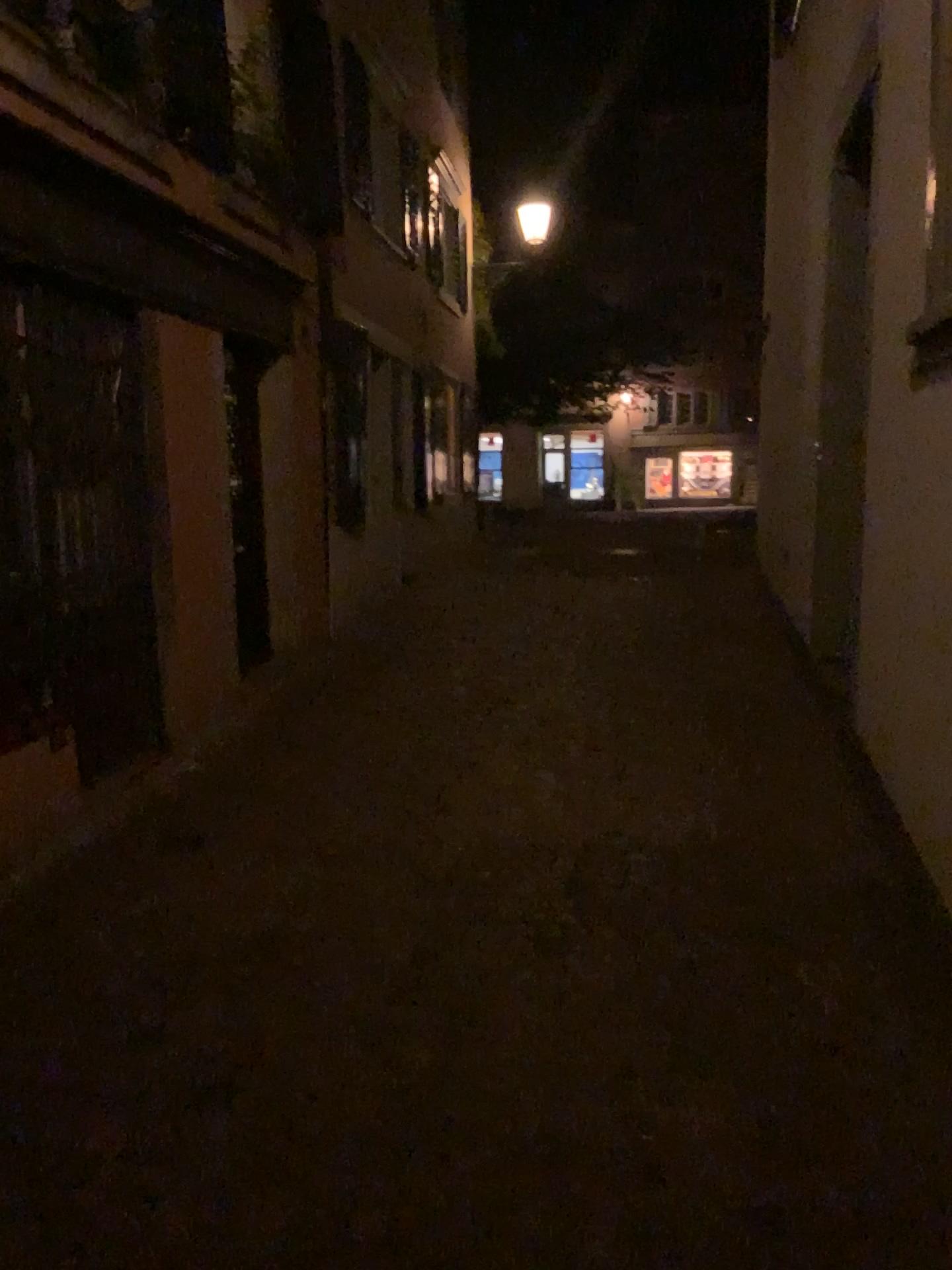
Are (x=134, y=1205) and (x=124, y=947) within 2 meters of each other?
yes
